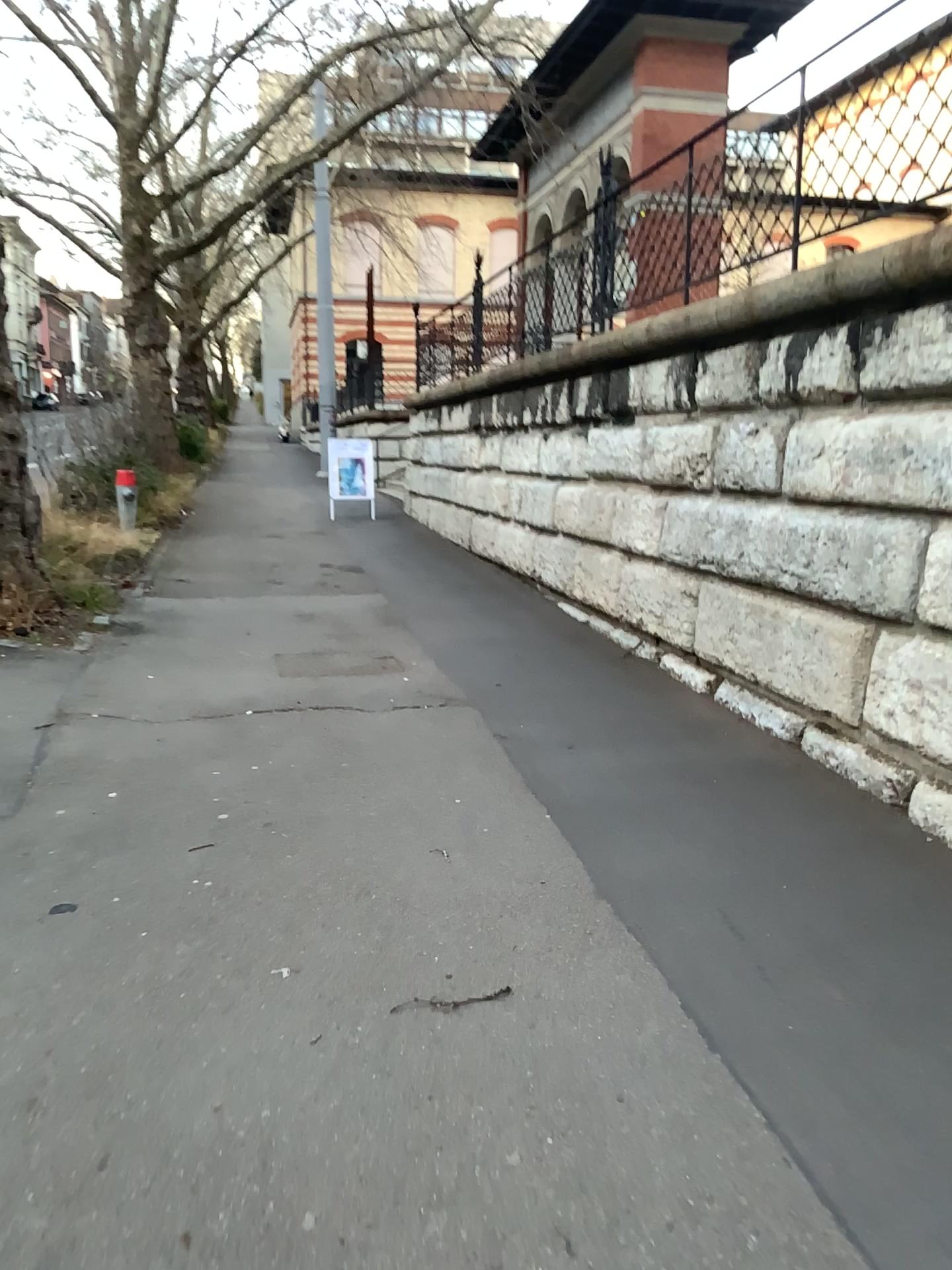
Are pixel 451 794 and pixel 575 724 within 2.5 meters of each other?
yes
